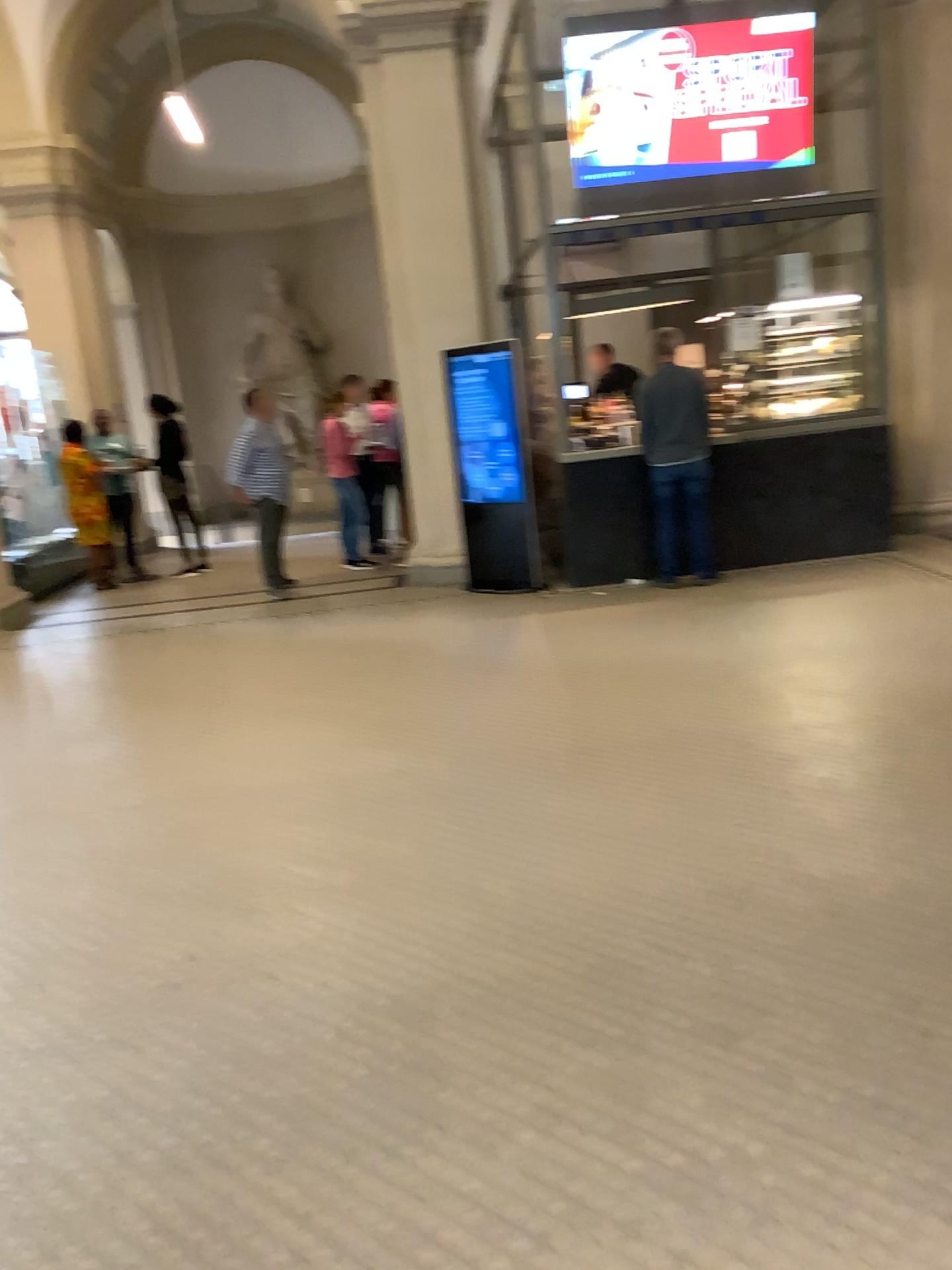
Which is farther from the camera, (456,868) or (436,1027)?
(456,868)
